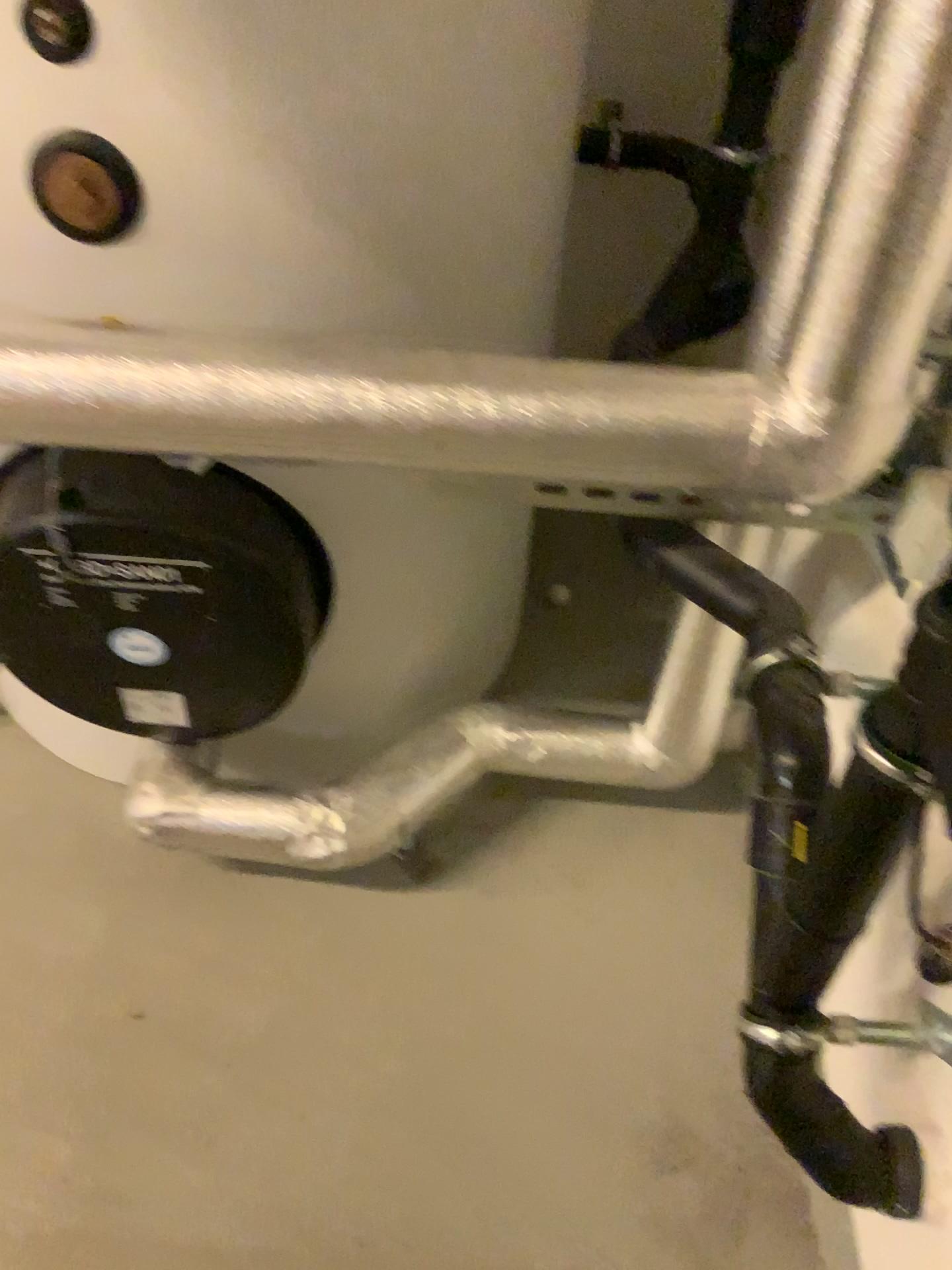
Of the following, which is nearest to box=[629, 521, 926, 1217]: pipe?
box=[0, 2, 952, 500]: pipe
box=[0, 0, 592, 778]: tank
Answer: box=[0, 2, 952, 500]: pipe

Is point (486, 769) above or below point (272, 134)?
below

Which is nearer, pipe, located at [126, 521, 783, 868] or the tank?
the tank

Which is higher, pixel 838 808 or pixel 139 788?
pixel 838 808

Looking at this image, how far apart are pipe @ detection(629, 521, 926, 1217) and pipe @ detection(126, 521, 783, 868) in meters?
0.3 m

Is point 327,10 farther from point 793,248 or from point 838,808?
point 838,808

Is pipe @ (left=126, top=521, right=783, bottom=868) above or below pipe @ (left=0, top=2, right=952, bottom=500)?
below

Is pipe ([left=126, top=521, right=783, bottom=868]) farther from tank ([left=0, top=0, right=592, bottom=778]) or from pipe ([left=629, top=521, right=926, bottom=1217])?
pipe ([left=629, top=521, right=926, bottom=1217])

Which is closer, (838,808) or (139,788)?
(838,808)

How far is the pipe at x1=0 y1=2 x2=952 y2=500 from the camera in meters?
0.9 m
